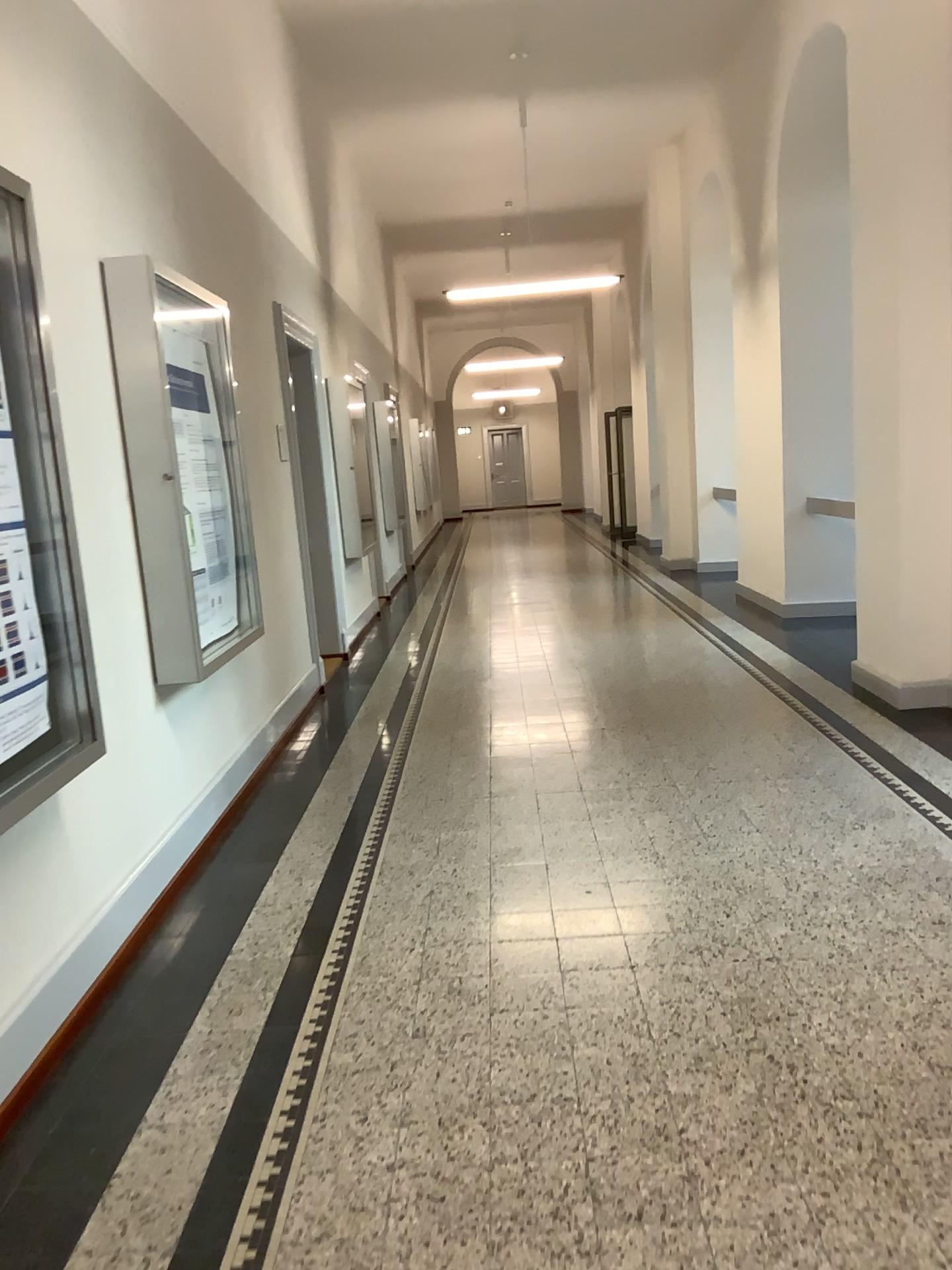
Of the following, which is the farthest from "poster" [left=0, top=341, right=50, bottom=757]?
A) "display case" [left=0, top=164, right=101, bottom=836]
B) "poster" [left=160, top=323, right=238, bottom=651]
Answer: "poster" [left=160, top=323, right=238, bottom=651]

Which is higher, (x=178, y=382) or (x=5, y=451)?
(x=178, y=382)

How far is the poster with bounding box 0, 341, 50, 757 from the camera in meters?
2.6 m

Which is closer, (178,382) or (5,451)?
(5,451)

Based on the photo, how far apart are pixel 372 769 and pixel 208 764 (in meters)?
0.91

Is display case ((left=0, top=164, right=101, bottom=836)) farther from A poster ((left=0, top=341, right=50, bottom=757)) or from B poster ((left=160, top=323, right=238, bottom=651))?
B poster ((left=160, top=323, right=238, bottom=651))

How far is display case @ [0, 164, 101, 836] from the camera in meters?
2.6

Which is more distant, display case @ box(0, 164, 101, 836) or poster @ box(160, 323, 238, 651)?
poster @ box(160, 323, 238, 651)

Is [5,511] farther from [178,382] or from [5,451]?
[178,382]
